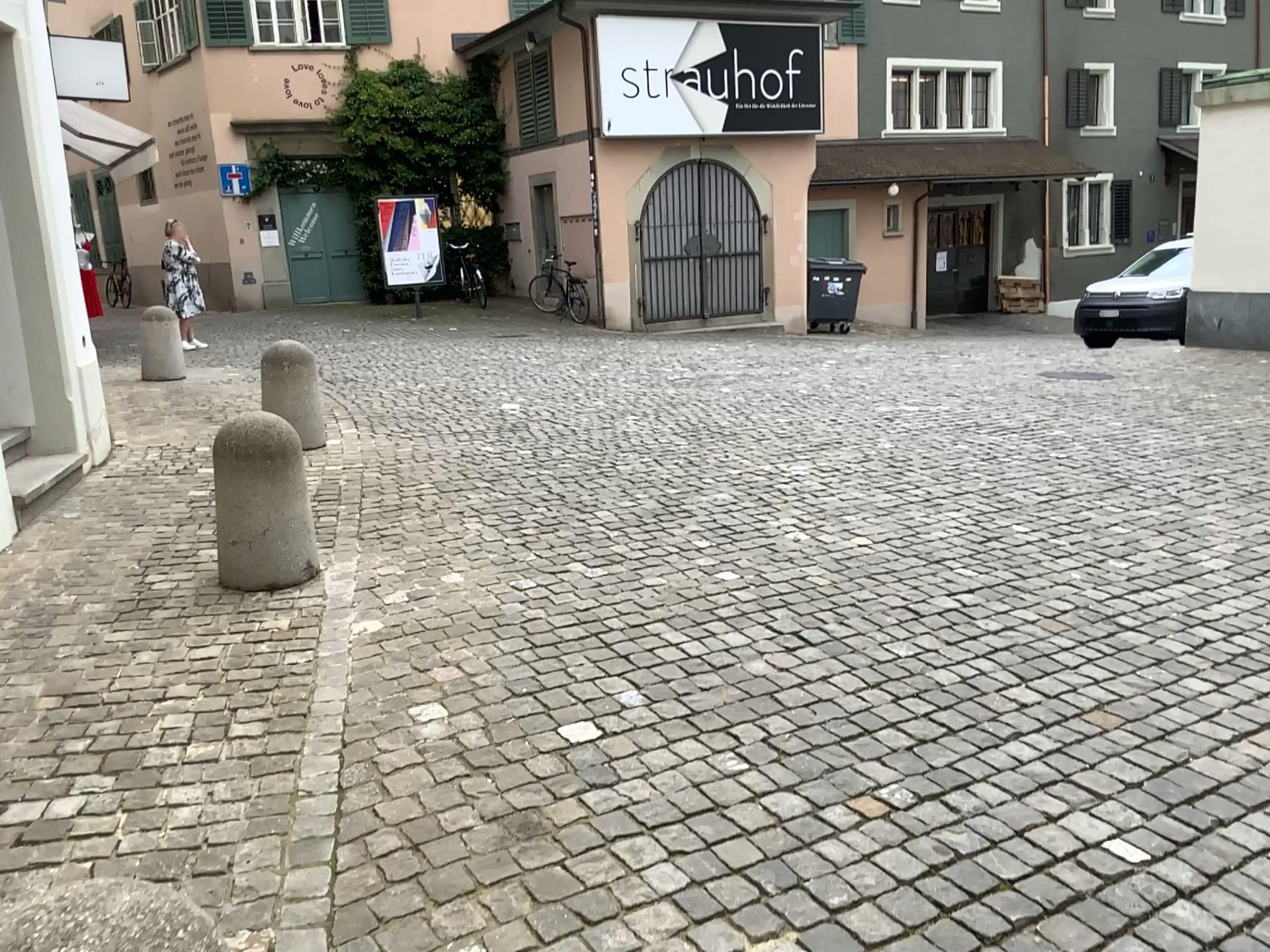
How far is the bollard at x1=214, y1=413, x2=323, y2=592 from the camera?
4.2m

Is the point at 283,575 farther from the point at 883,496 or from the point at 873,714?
the point at 883,496

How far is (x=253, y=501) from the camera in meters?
4.2 m
